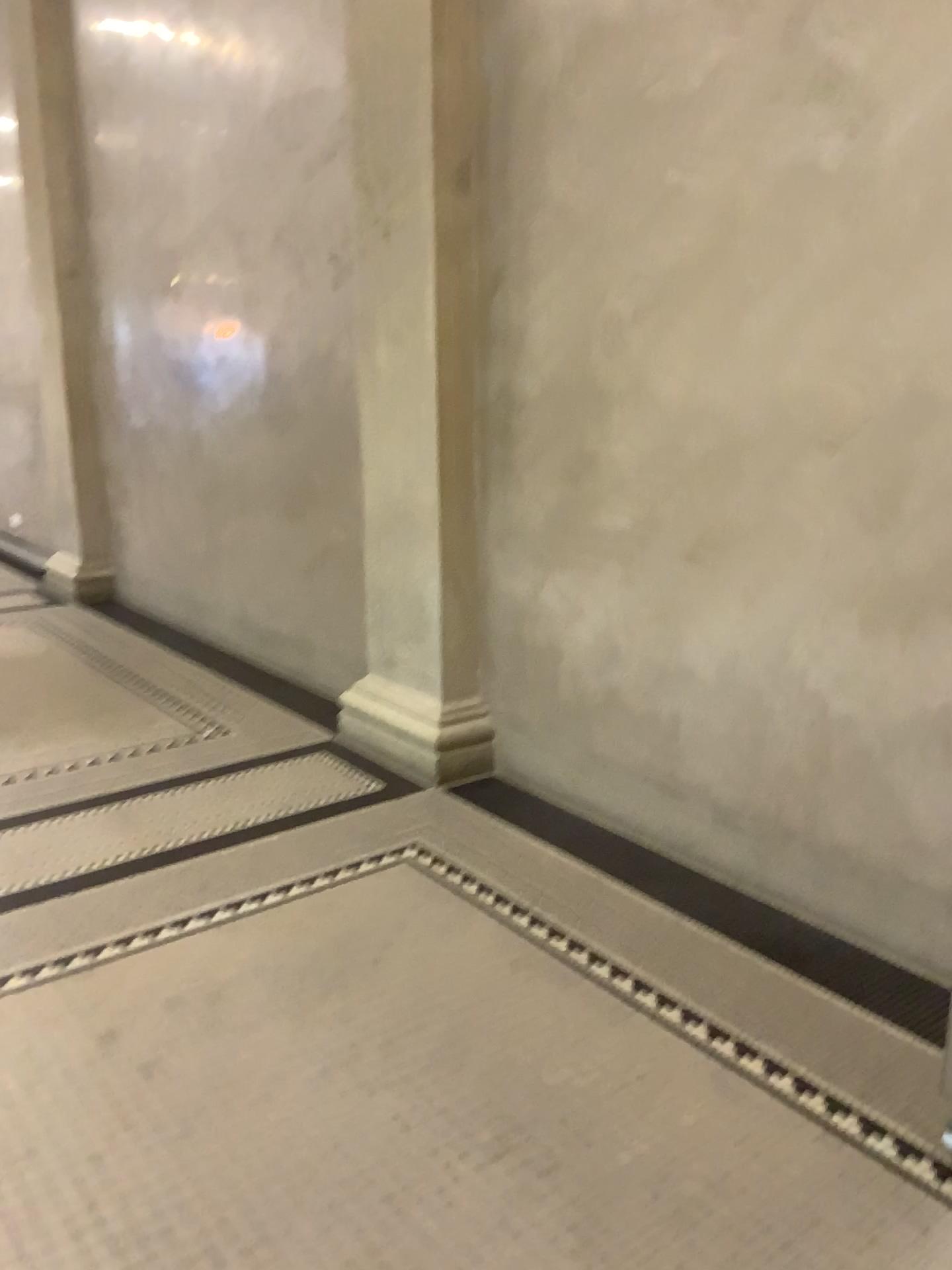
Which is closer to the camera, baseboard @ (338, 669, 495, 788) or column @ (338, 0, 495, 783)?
column @ (338, 0, 495, 783)

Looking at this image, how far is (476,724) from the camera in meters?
4.0 m

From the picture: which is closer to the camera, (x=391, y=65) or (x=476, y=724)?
(x=391, y=65)

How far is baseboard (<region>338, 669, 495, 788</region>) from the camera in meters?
4.0

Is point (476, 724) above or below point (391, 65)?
below

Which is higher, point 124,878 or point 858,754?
point 858,754
